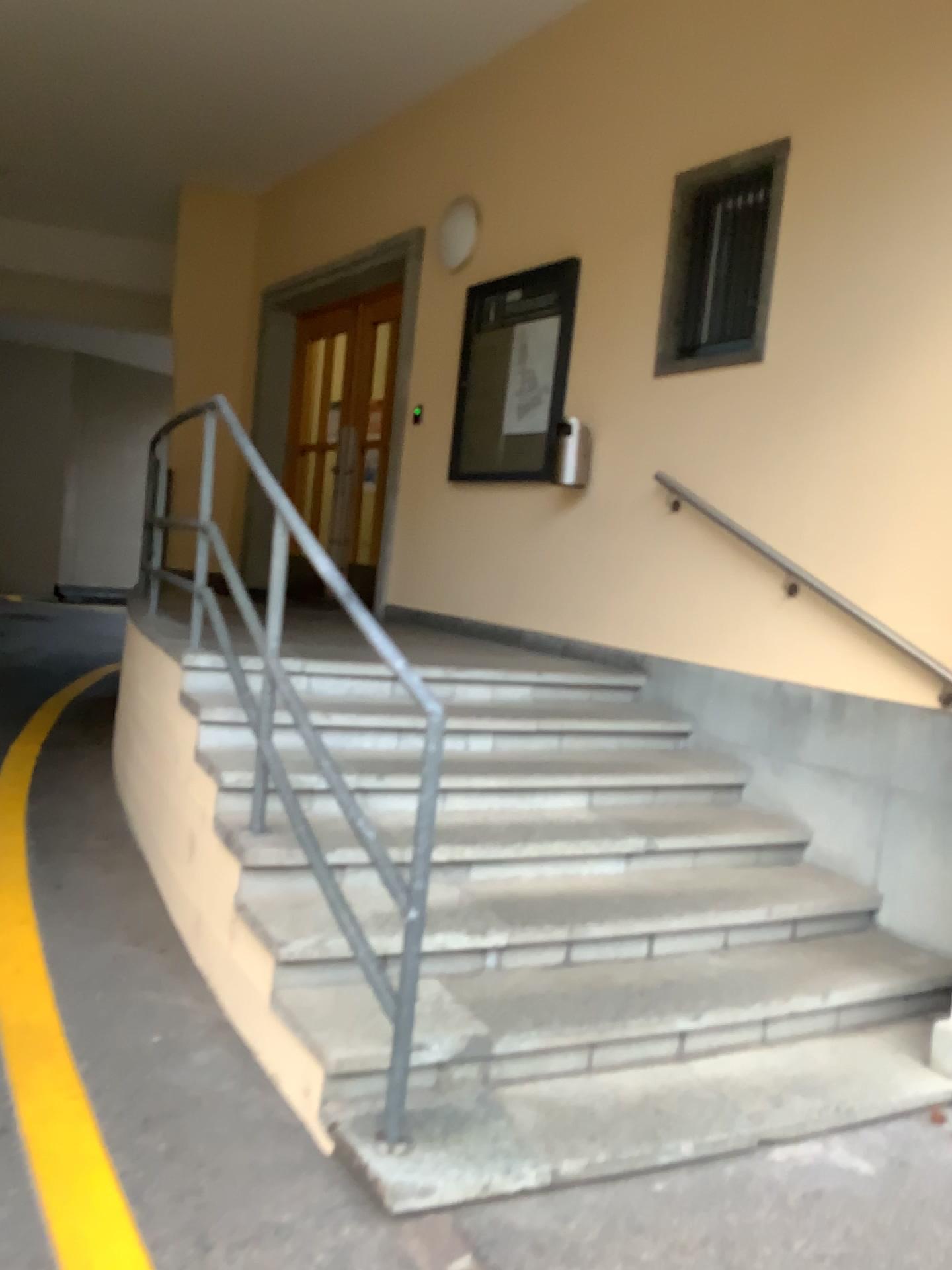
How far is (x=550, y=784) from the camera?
3.8m
